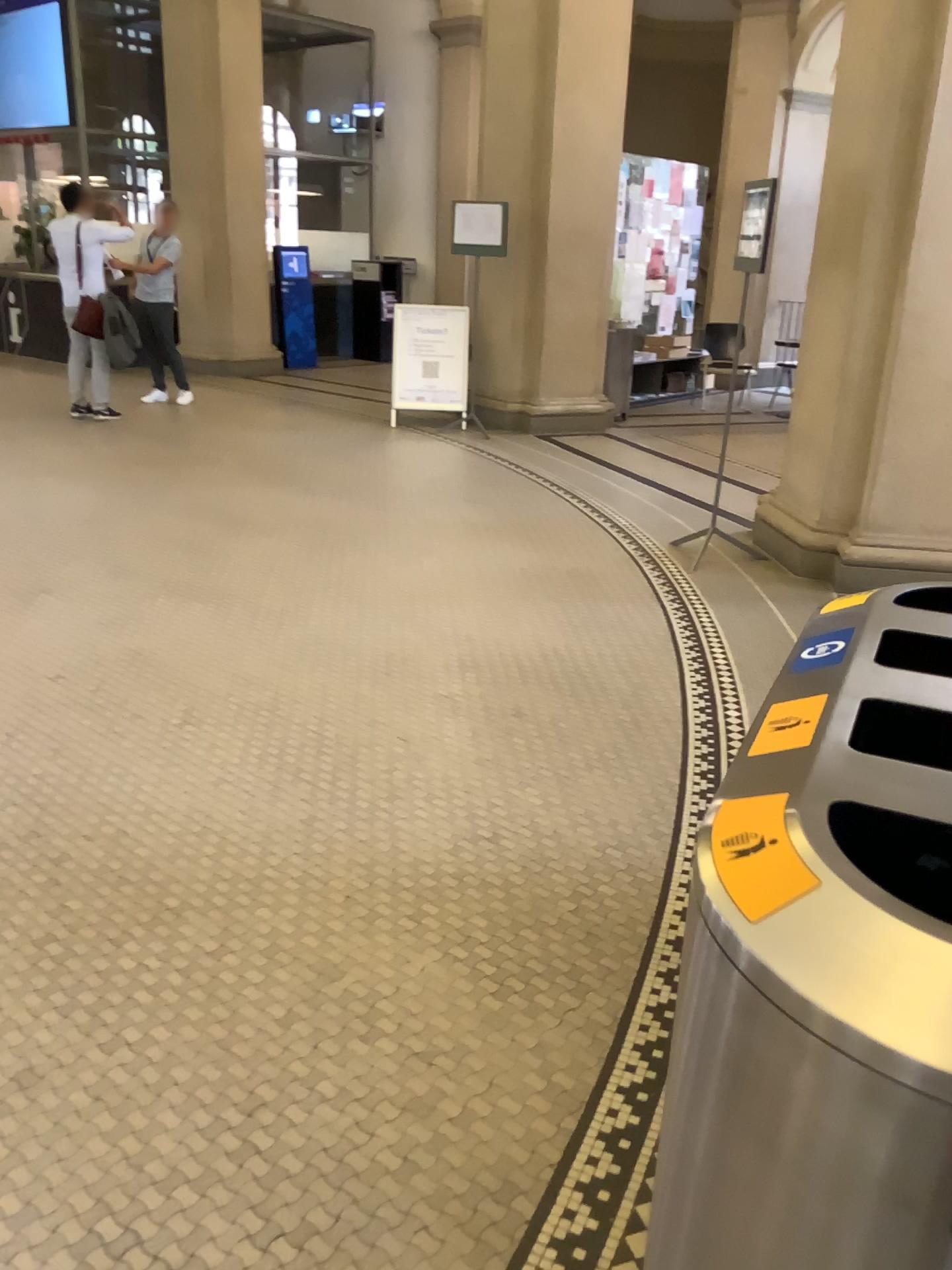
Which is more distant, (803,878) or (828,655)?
(828,655)

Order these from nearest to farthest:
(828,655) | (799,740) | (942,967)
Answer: (942,967)
(799,740)
(828,655)

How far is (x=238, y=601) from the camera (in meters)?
4.55

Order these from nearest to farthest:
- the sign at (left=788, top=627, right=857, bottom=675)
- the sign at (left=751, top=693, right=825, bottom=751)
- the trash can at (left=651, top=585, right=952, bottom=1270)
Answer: the trash can at (left=651, top=585, right=952, bottom=1270) → the sign at (left=751, top=693, right=825, bottom=751) → the sign at (left=788, top=627, right=857, bottom=675)

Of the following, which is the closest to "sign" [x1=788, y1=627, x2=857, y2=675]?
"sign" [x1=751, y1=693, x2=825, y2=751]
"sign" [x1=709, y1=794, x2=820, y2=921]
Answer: "sign" [x1=751, y1=693, x2=825, y2=751]

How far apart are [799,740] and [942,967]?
0.38m

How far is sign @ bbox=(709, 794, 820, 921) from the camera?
0.9m

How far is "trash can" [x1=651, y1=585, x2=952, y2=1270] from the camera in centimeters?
75cm

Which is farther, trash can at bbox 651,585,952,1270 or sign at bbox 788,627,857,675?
sign at bbox 788,627,857,675

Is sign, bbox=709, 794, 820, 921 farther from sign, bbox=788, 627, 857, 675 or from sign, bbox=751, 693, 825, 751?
sign, bbox=788, 627, 857, 675
